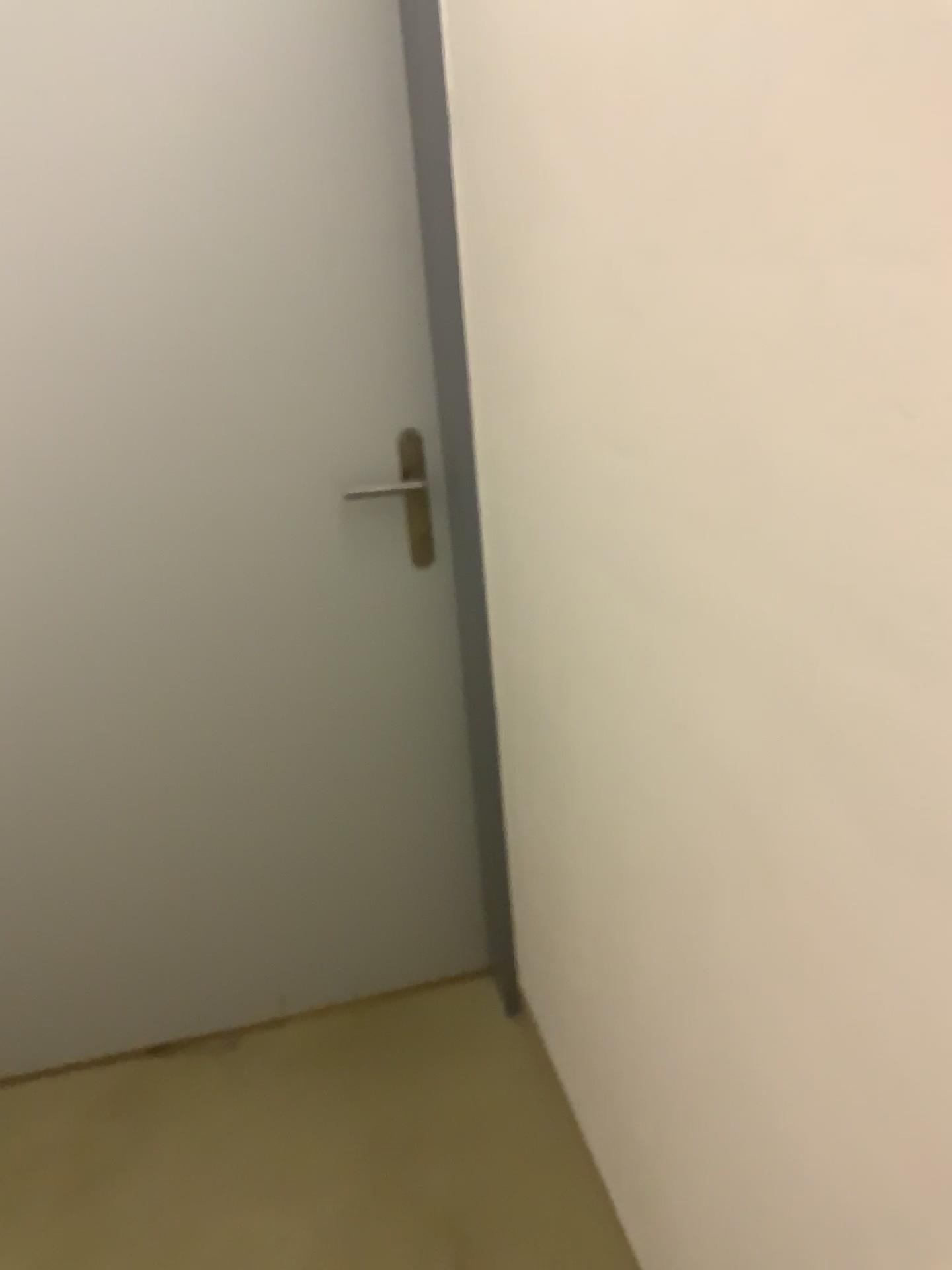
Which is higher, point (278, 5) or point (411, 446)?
point (278, 5)

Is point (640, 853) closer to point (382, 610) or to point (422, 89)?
point (382, 610)
